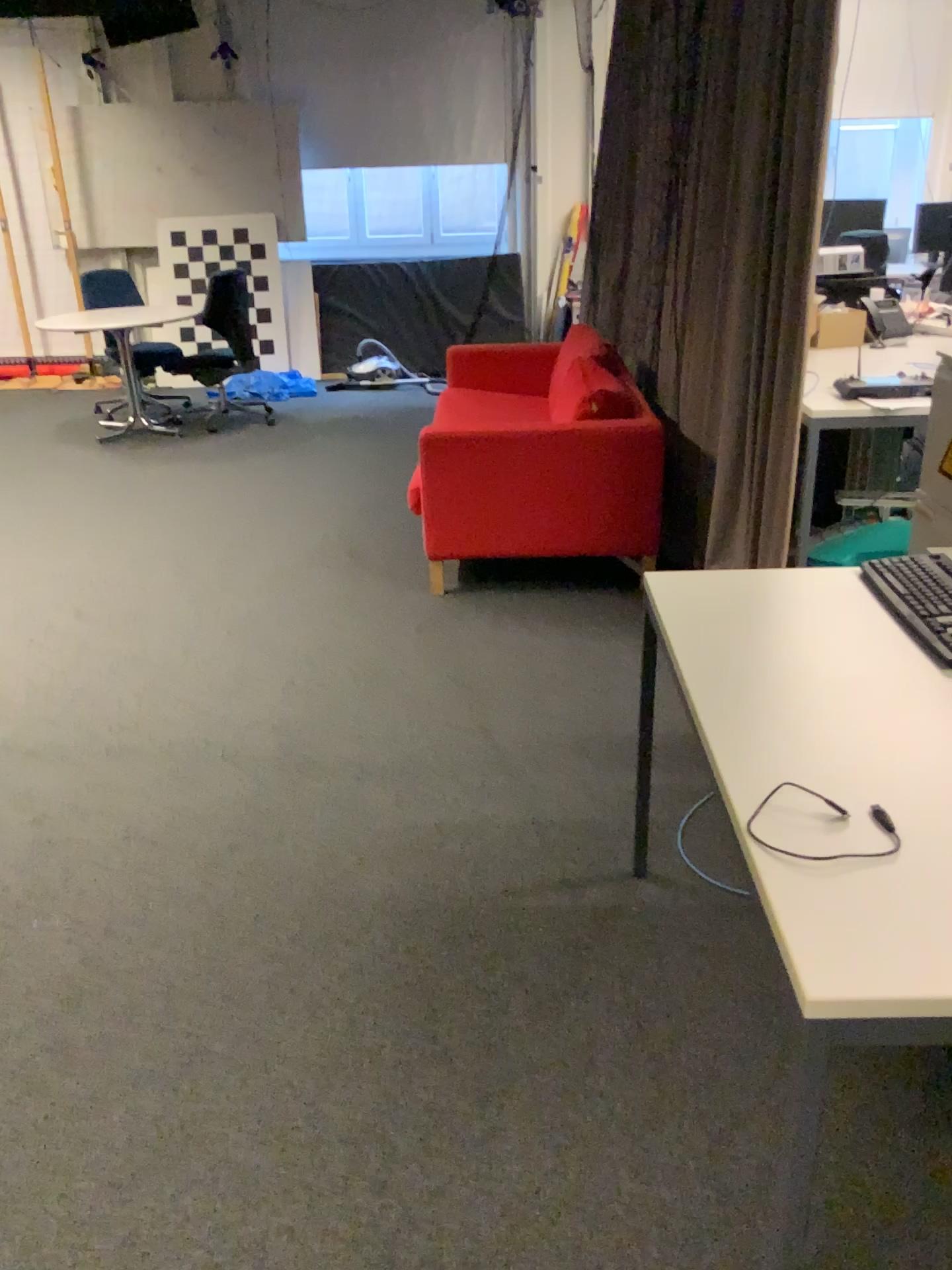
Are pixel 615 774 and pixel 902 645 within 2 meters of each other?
yes

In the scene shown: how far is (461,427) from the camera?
3.81m

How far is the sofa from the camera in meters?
3.8 m
